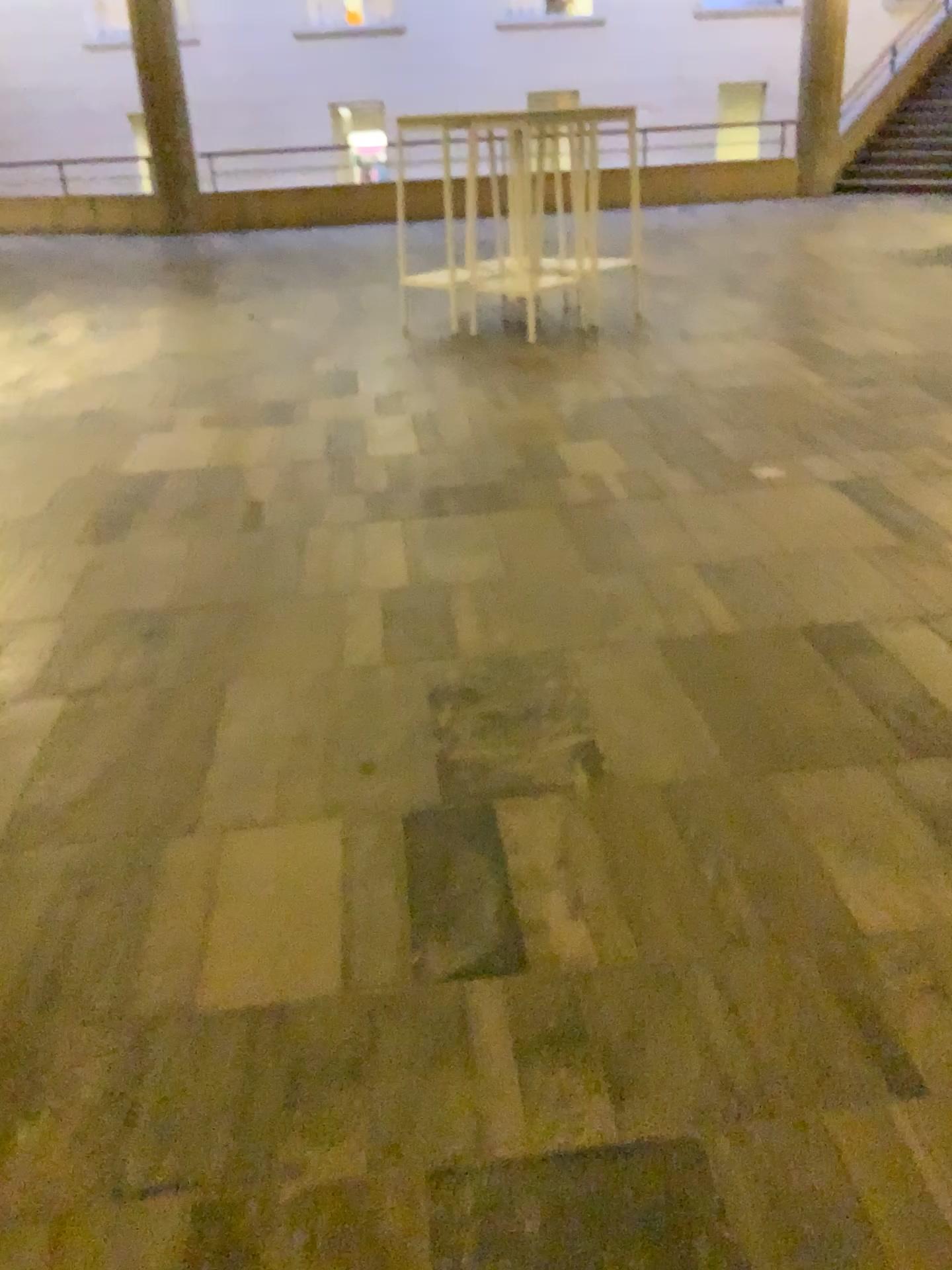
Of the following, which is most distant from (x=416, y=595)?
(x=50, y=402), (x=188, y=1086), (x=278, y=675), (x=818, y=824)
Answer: (x=50, y=402)
